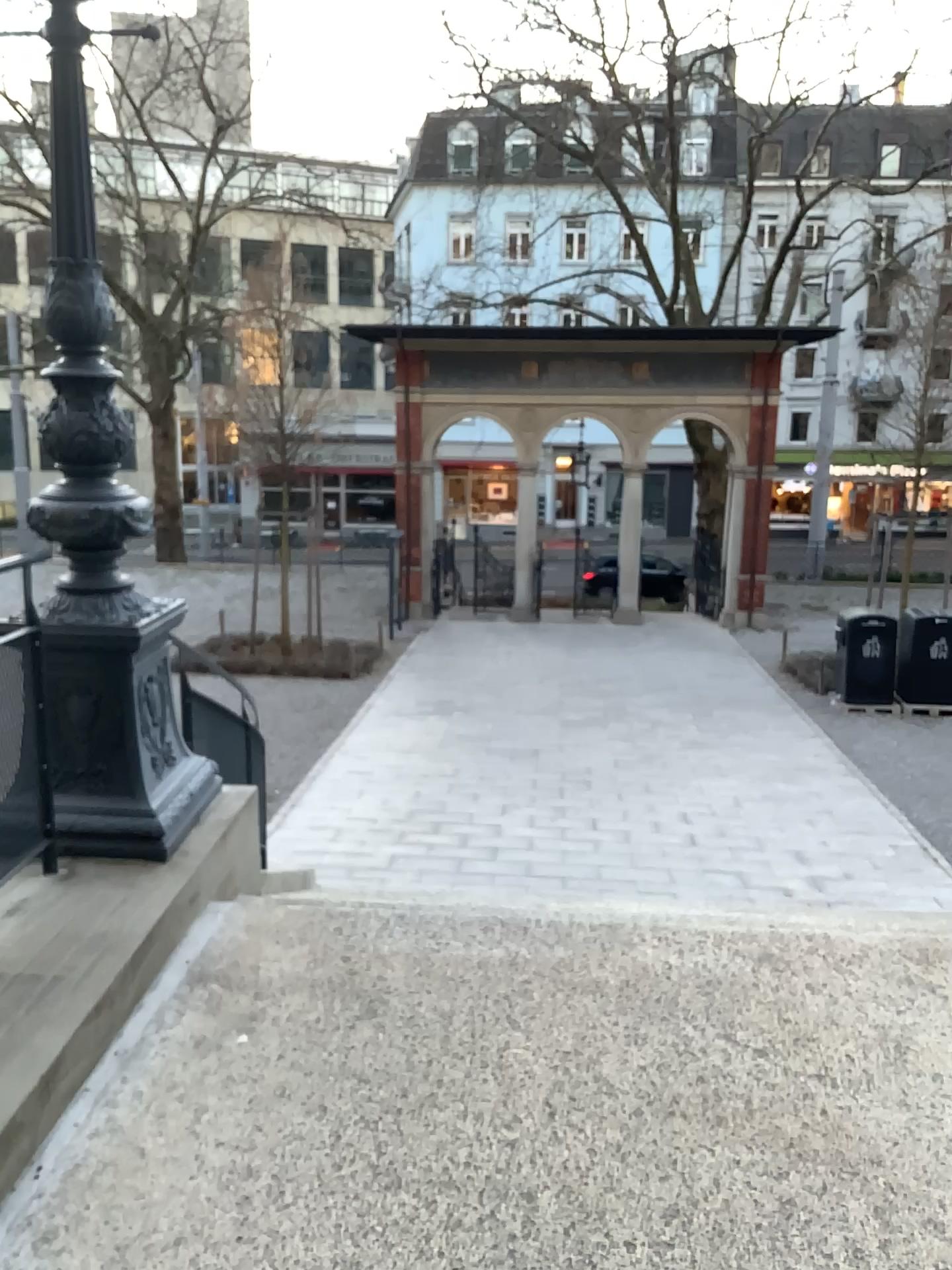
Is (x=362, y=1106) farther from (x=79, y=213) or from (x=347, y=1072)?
(x=79, y=213)

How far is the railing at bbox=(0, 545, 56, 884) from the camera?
3.2 meters

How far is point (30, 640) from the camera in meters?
3.2 m
